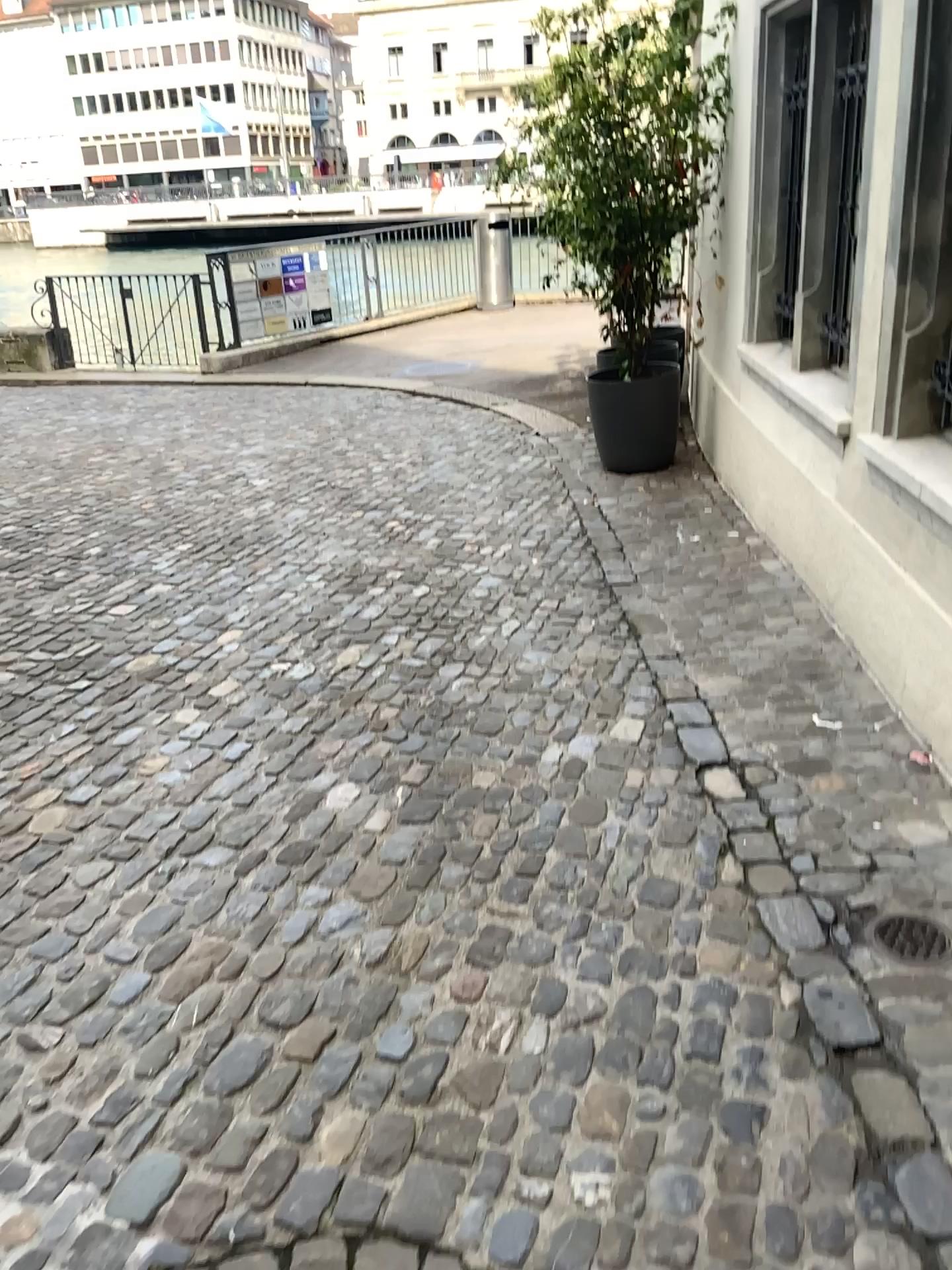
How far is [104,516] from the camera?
5.3m

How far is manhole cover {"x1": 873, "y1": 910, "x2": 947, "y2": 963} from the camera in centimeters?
212cm

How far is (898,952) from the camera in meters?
2.1
